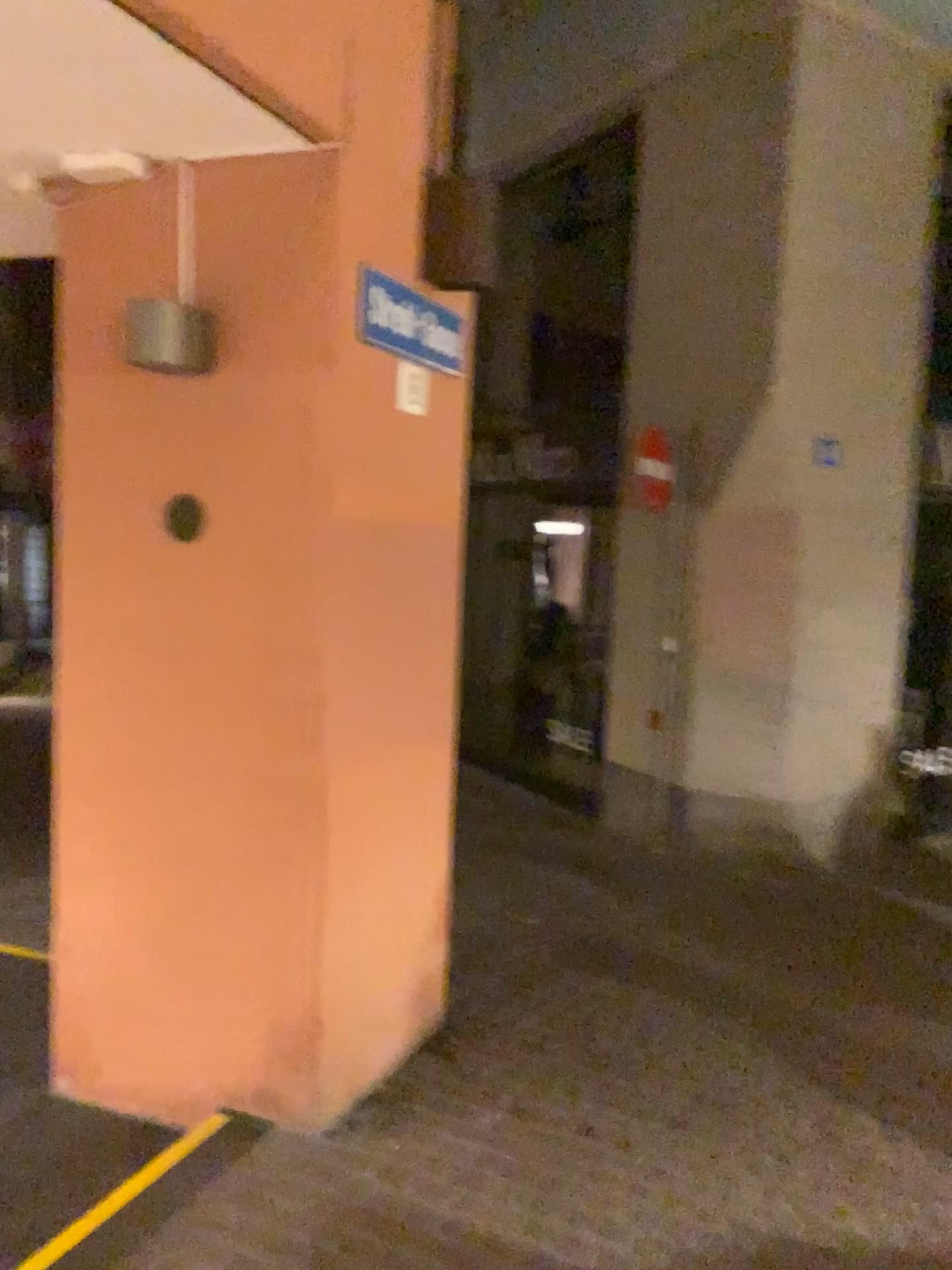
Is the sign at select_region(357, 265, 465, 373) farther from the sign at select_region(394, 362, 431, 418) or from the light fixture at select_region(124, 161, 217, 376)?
the light fixture at select_region(124, 161, 217, 376)

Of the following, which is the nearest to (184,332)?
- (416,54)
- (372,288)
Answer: (372,288)

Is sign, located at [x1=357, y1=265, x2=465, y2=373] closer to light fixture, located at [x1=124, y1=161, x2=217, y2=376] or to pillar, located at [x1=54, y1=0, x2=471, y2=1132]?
pillar, located at [x1=54, y1=0, x2=471, y2=1132]

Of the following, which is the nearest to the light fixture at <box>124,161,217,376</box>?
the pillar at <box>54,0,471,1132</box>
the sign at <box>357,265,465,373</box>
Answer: the pillar at <box>54,0,471,1132</box>

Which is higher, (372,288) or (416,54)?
(416,54)

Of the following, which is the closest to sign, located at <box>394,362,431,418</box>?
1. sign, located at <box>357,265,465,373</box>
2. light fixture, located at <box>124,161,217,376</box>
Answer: sign, located at <box>357,265,465,373</box>

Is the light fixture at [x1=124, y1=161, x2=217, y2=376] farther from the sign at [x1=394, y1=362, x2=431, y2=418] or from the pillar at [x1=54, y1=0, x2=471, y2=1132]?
the sign at [x1=394, y1=362, x2=431, y2=418]

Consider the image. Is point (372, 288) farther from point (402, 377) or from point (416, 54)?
point (416, 54)

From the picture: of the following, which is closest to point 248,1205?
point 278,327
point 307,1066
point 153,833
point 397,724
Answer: point 307,1066
